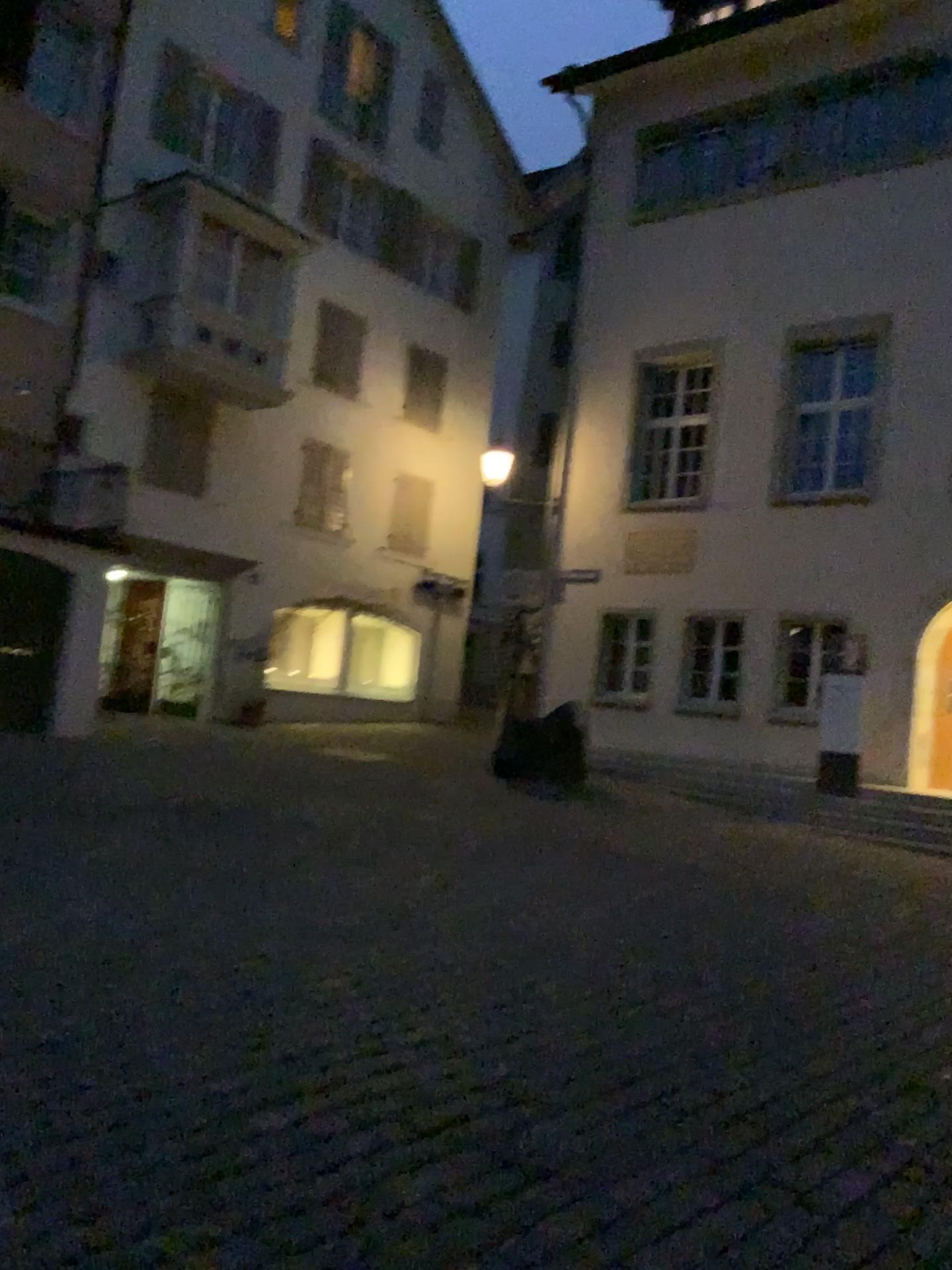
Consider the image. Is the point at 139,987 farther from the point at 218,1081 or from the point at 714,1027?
Answer: the point at 714,1027
